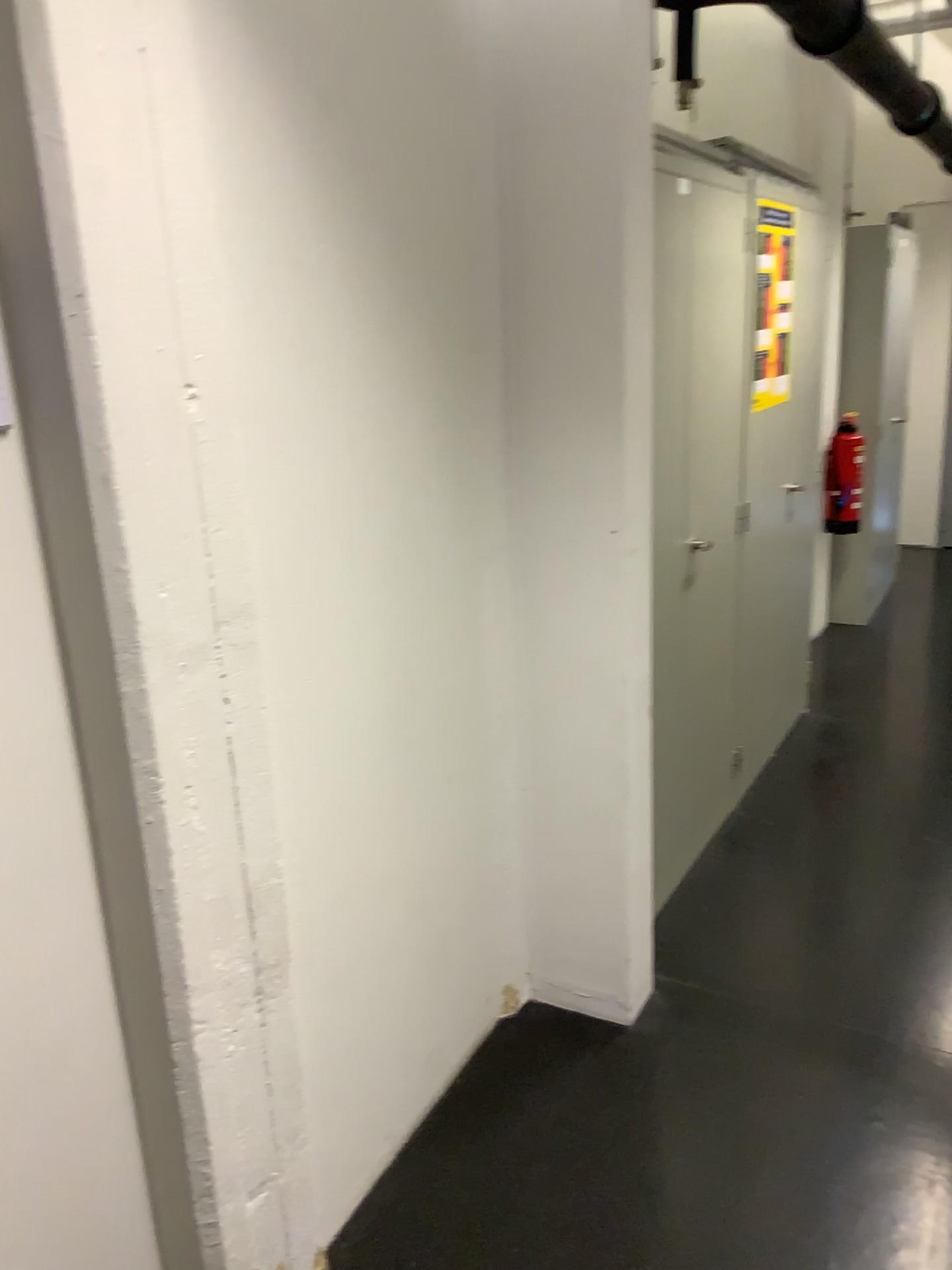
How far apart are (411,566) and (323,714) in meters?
0.4

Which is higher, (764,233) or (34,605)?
(764,233)

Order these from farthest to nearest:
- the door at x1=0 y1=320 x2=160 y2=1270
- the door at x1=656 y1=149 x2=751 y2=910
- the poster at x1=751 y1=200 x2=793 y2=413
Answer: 1. the poster at x1=751 y1=200 x2=793 y2=413
2. the door at x1=656 y1=149 x2=751 y2=910
3. the door at x1=0 y1=320 x2=160 y2=1270

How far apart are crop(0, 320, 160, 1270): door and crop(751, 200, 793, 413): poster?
2.5m

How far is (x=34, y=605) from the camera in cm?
133

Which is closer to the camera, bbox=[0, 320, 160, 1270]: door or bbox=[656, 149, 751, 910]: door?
bbox=[0, 320, 160, 1270]: door

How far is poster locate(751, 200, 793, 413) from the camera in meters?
3.2

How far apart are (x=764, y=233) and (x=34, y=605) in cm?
259

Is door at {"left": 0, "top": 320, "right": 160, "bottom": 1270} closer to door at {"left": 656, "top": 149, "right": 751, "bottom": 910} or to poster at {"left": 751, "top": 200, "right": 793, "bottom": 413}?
door at {"left": 656, "top": 149, "right": 751, "bottom": 910}

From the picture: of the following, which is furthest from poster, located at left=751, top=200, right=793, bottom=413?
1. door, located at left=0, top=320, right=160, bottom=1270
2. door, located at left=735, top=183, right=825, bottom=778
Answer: door, located at left=0, top=320, right=160, bottom=1270
